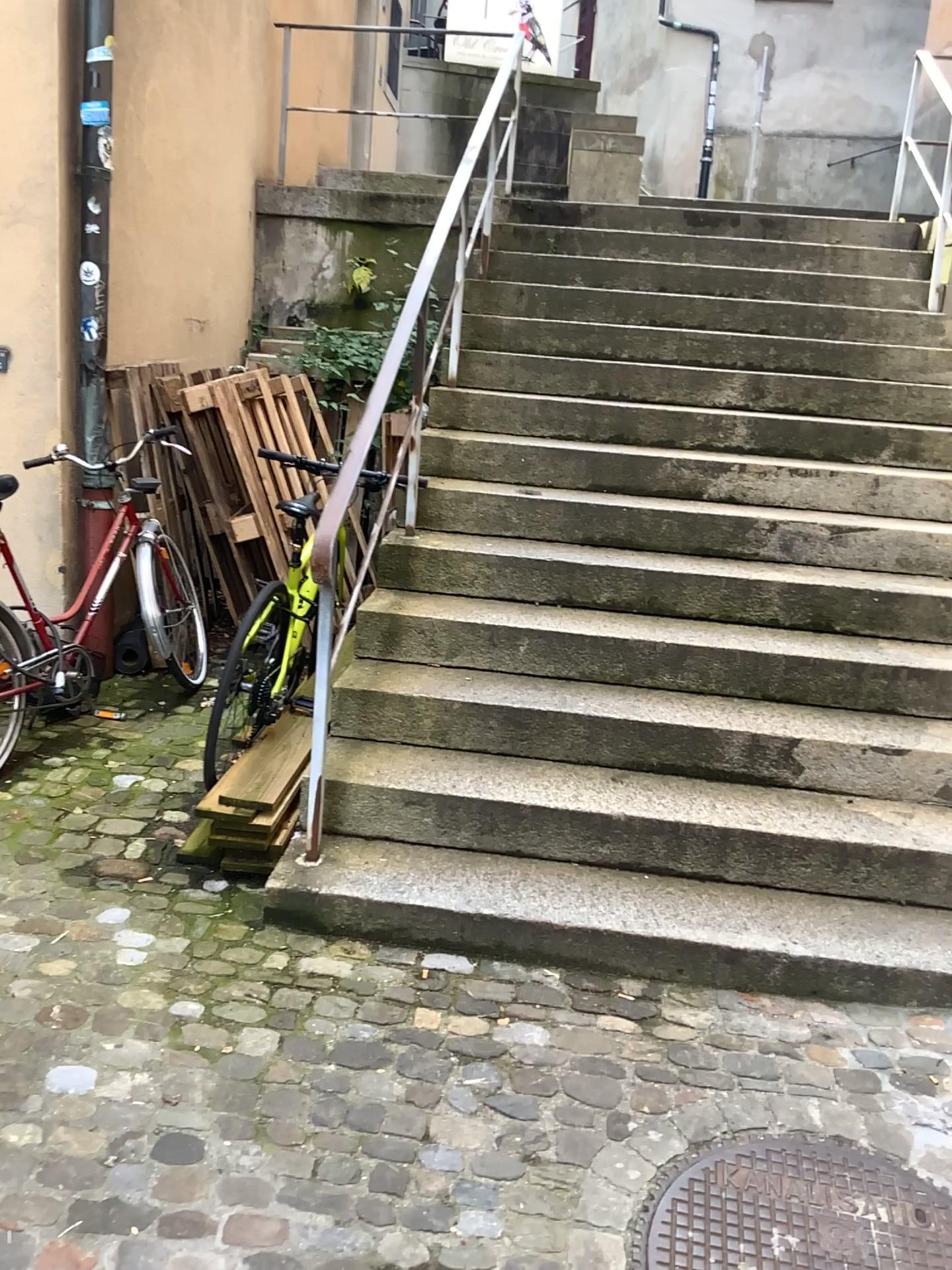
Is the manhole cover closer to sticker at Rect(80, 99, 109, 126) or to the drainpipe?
the drainpipe

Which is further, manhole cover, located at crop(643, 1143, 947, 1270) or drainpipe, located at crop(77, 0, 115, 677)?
drainpipe, located at crop(77, 0, 115, 677)

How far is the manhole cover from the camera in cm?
187

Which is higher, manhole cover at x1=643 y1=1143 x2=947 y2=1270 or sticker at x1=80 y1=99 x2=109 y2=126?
sticker at x1=80 y1=99 x2=109 y2=126

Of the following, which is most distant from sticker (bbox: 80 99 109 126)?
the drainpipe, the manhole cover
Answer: the manhole cover

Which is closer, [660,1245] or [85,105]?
[660,1245]

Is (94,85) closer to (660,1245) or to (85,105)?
(85,105)

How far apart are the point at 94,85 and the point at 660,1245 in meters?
3.9 m

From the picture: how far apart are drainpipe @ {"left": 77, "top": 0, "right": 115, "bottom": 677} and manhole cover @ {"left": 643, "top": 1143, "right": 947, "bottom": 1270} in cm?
278

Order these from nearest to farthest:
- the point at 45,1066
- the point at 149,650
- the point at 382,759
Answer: the point at 45,1066, the point at 382,759, the point at 149,650
